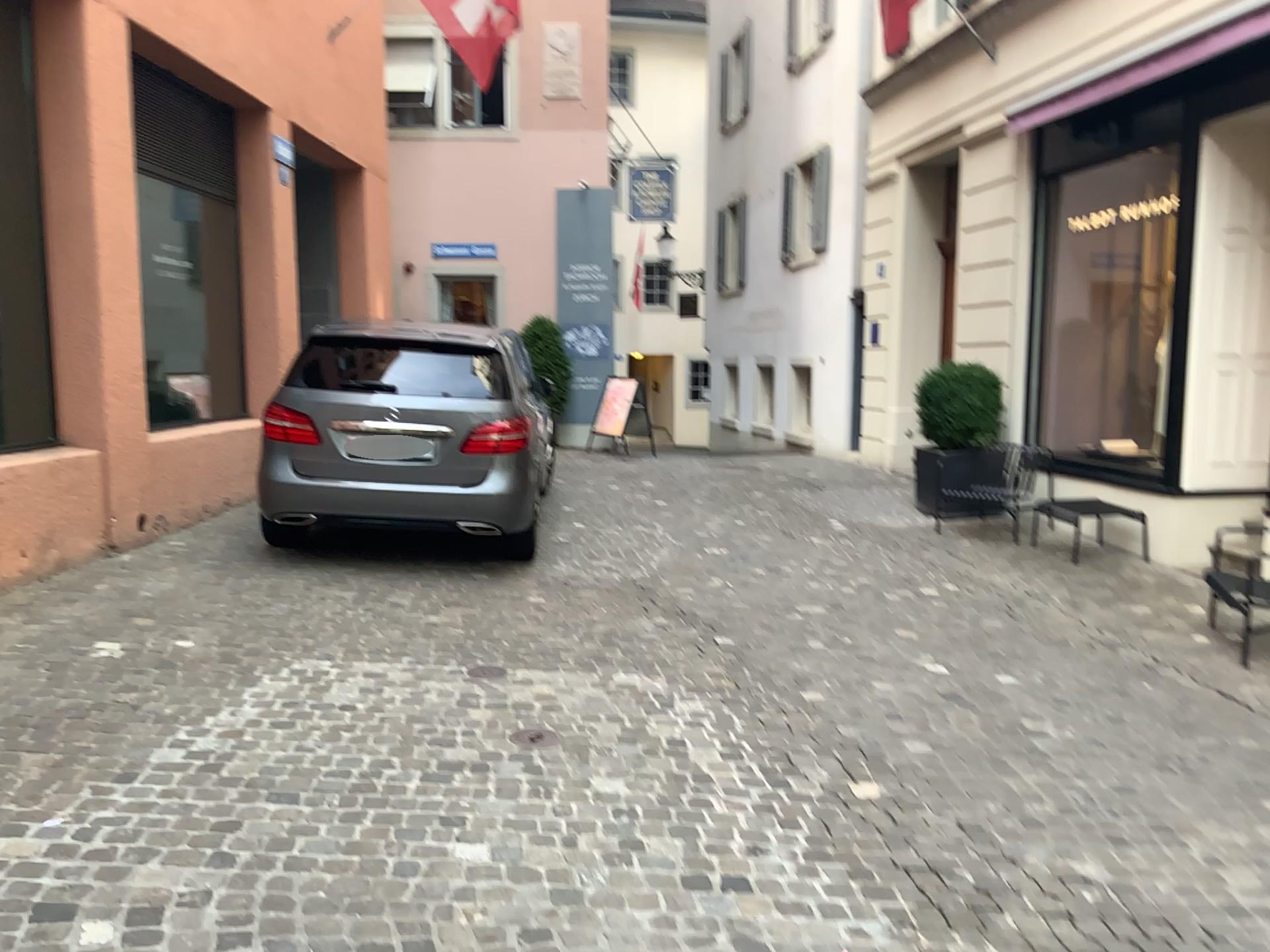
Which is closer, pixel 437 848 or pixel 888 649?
pixel 437 848
